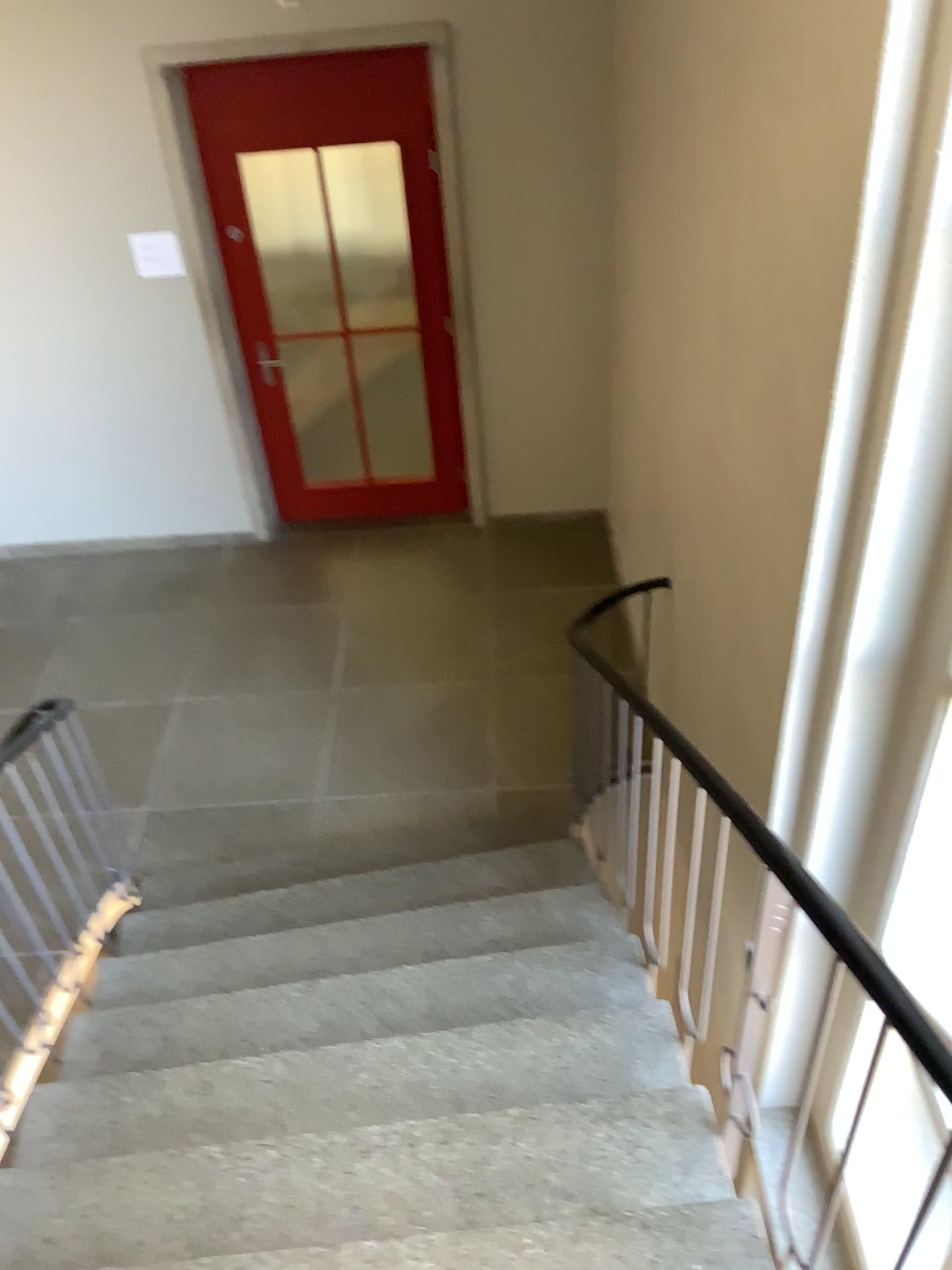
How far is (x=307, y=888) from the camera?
3.8 meters
